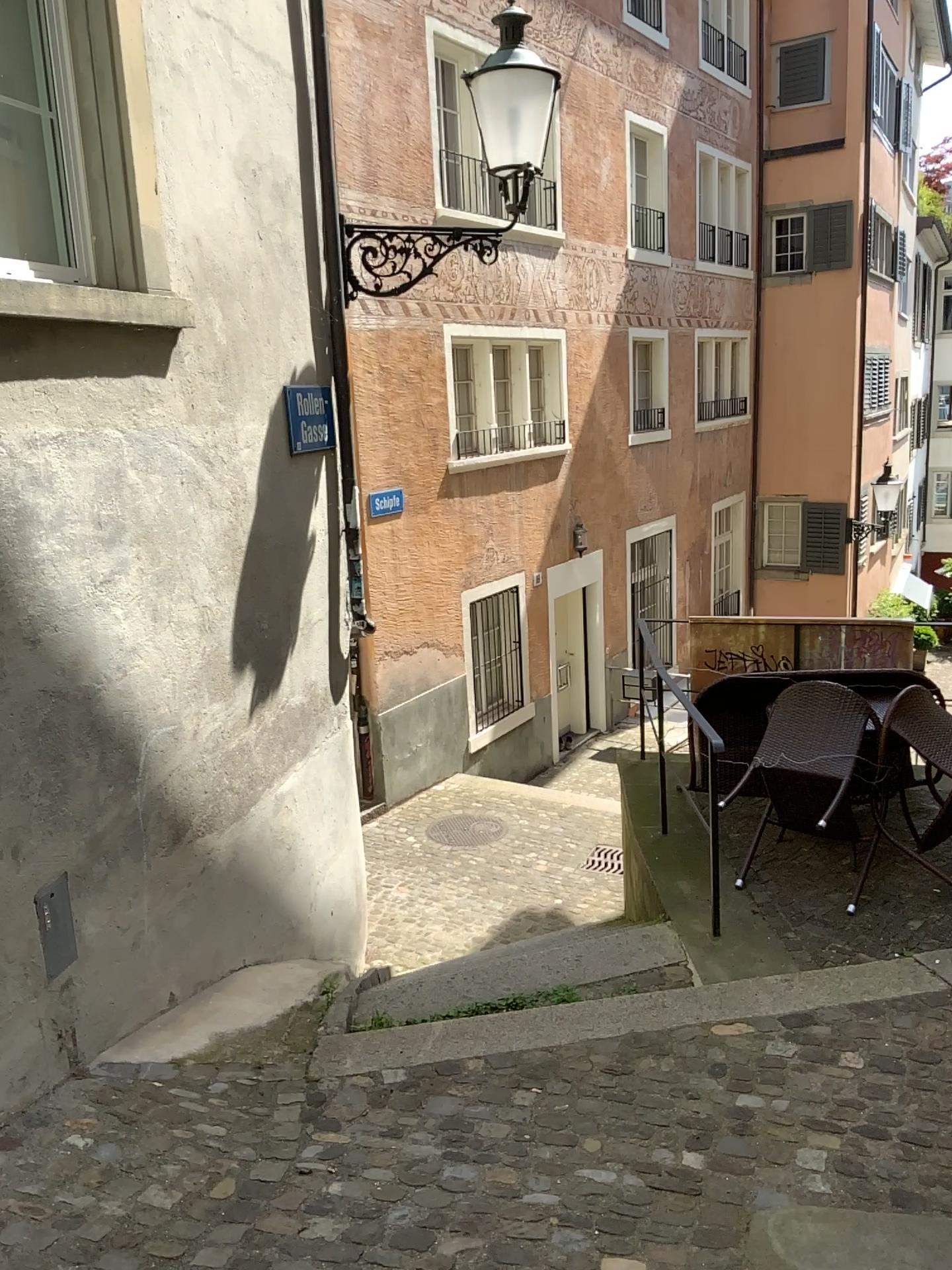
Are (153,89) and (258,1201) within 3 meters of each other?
no
